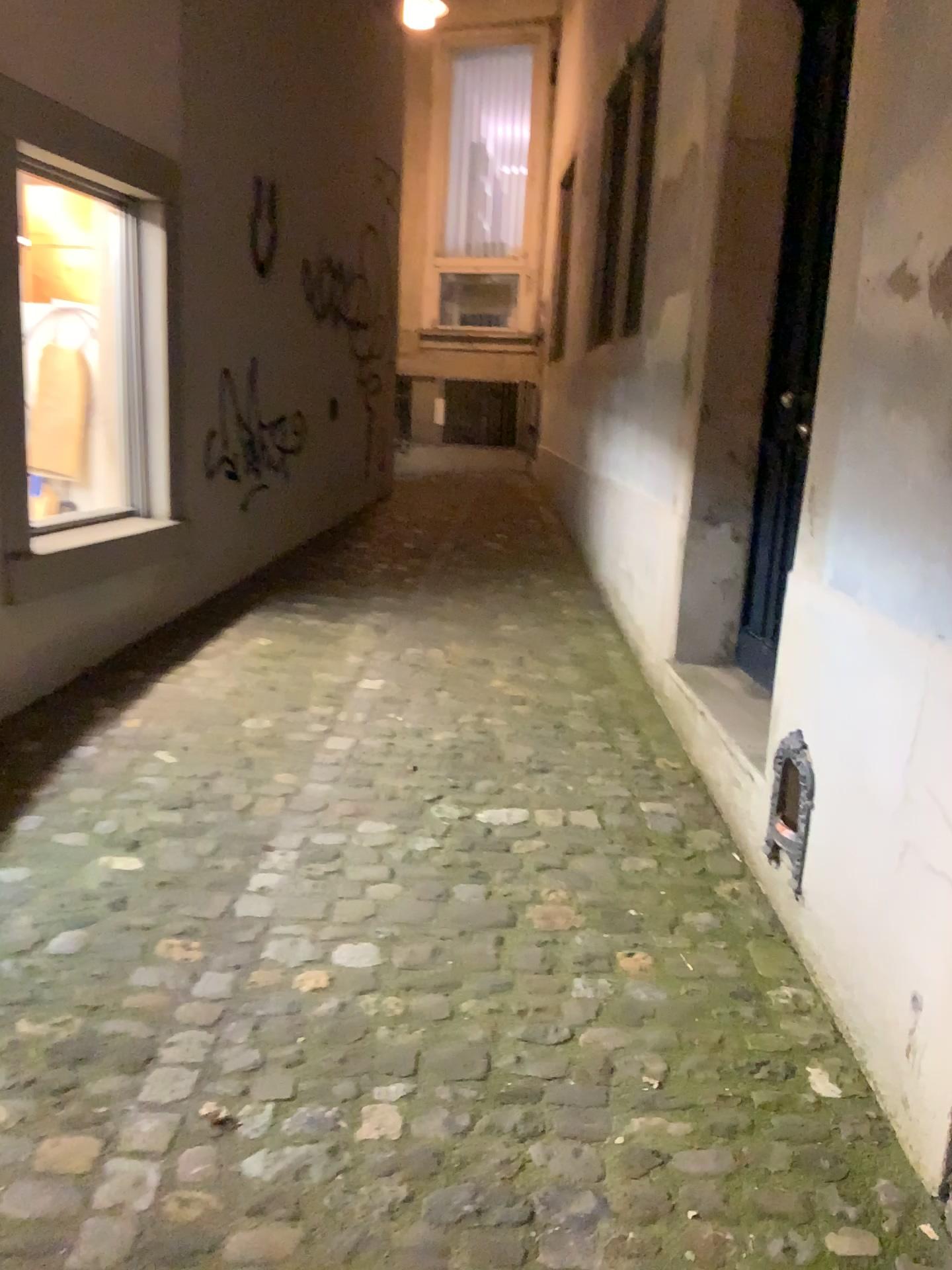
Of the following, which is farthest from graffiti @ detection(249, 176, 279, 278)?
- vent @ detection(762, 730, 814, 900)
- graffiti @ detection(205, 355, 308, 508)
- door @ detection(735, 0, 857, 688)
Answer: vent @ detection(762, 730, 814, 900)

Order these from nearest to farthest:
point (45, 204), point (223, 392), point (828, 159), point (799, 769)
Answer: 1. point (799, 769)
2. point (828, 159)
3. point (45, 204)
4. point (223, 392)

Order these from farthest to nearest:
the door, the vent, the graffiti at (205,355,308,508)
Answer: the graffiti at (205,355,308,508)
the door
the vent

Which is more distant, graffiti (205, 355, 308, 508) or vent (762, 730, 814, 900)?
graffiti (205, 355, 308, 508)

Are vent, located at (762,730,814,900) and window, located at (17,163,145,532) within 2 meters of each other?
no

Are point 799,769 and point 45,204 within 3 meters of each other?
no

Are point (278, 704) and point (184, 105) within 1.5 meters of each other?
no

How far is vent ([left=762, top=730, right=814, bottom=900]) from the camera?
2.22m

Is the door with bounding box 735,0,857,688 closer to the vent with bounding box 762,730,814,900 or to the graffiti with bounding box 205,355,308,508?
the vent with bounding box 762,730,814,900

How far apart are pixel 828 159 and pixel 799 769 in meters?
1.9 m
